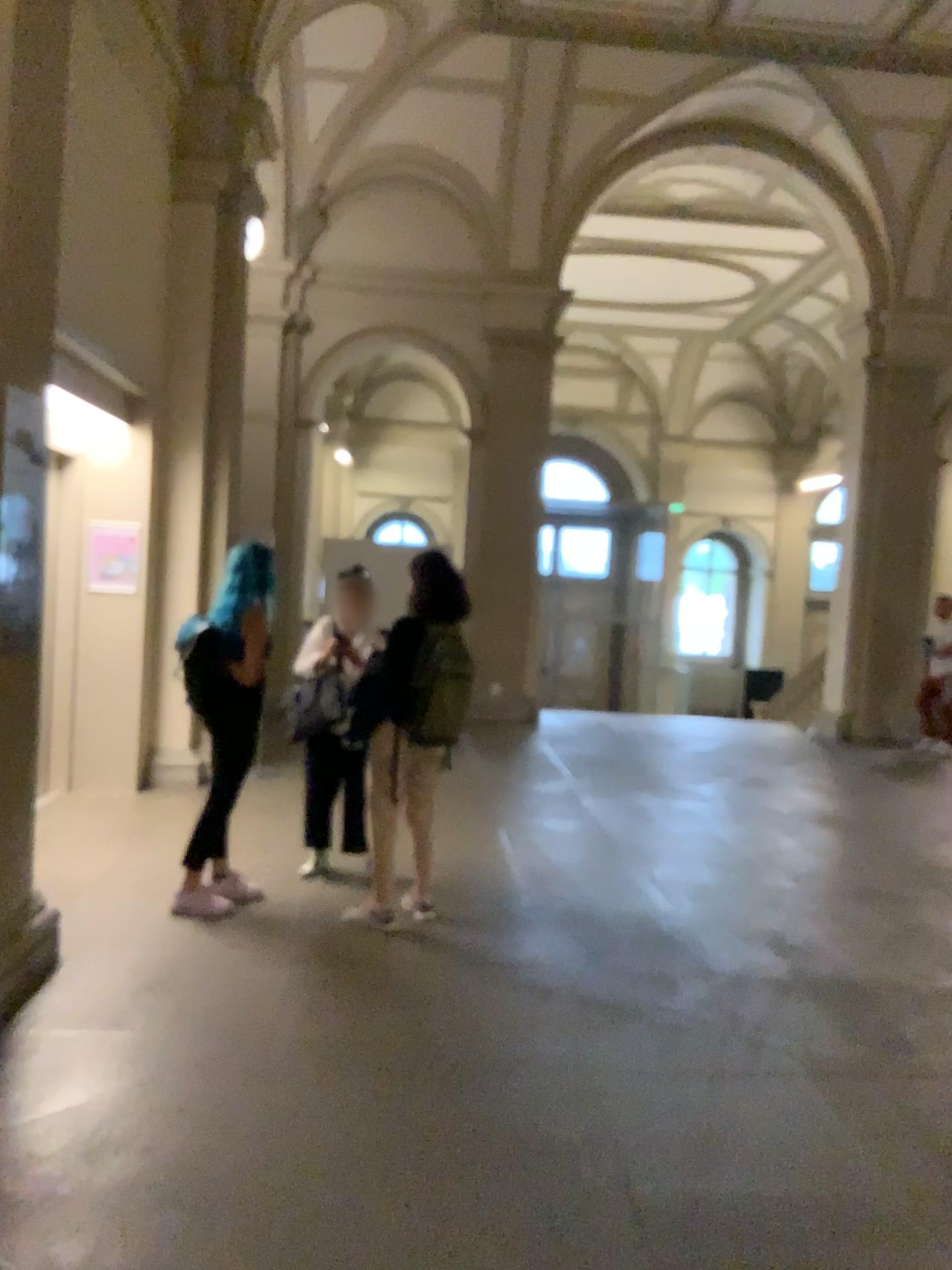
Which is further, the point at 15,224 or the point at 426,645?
the point at 426,645

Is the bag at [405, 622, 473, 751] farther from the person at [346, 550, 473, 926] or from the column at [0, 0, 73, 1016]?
the column at [0, 0, 73, 1016]

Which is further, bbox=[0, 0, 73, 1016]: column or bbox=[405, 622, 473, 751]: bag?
bbox=[405, 622, 473, 751]: bag

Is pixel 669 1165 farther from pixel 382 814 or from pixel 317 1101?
pixel 382 814

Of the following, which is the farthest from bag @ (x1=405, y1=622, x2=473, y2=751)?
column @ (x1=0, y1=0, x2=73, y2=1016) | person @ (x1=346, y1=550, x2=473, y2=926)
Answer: column @ (x1=0, y1=0, x2=73, y2=1016)

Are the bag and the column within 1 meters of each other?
no

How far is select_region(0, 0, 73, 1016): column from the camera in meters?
3.5

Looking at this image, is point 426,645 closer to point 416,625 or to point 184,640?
point 416,625

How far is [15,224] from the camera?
3.5m

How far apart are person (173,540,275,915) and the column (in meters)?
0.79
